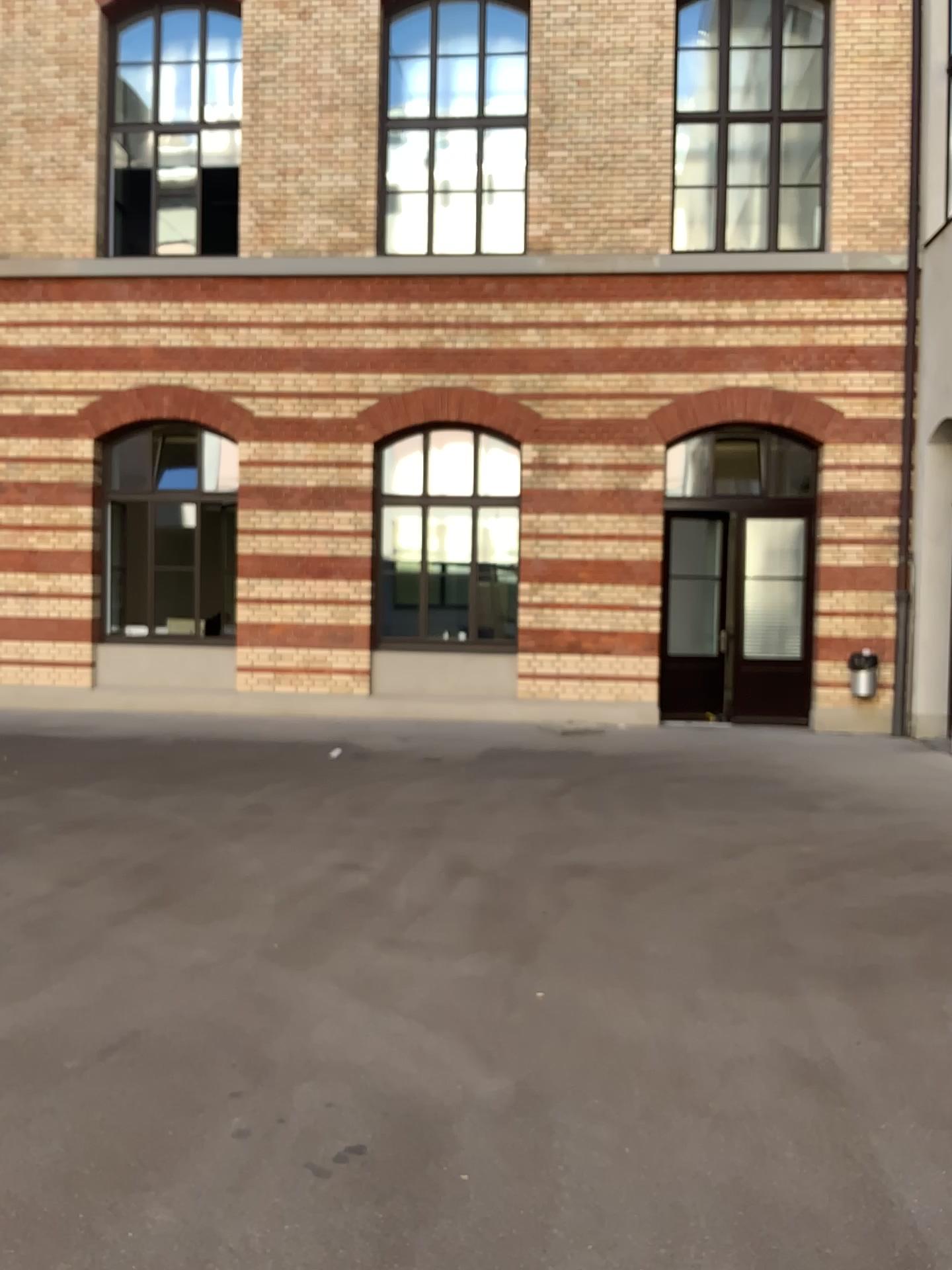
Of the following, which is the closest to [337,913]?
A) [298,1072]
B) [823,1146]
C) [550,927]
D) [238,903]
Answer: [238,903]
